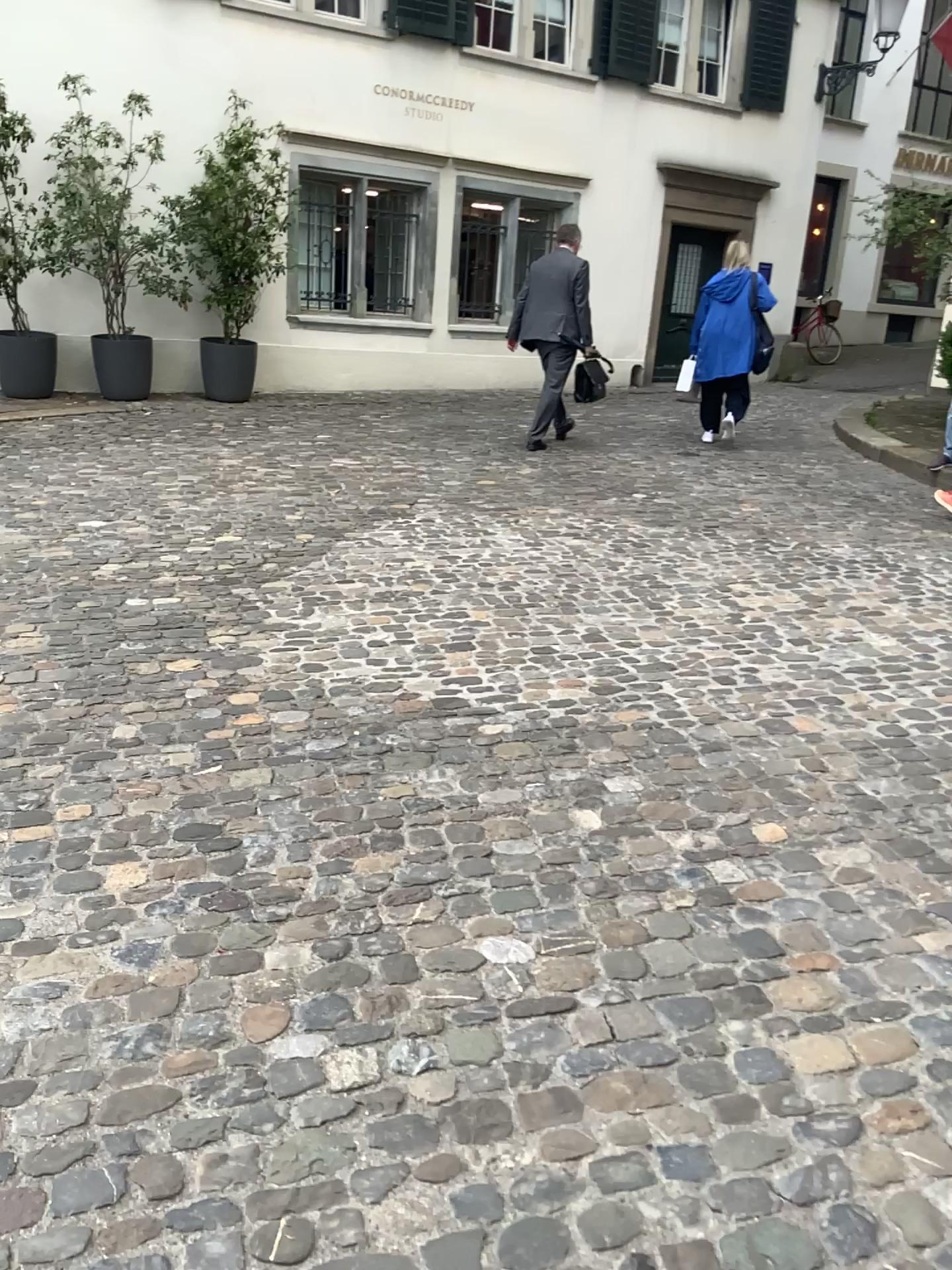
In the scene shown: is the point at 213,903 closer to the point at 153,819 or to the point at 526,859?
the point at 153,819
